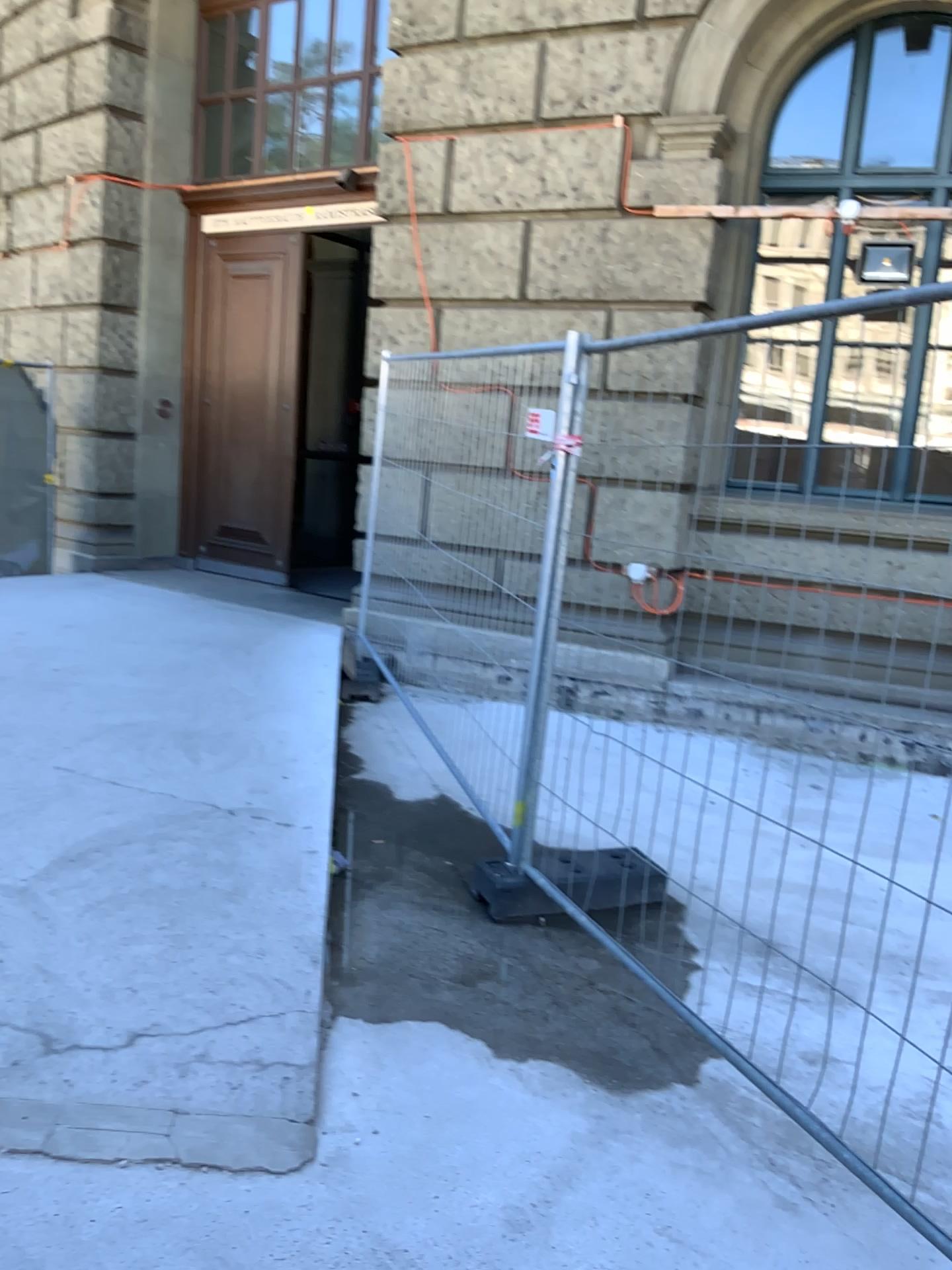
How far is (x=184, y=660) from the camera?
5.91m
